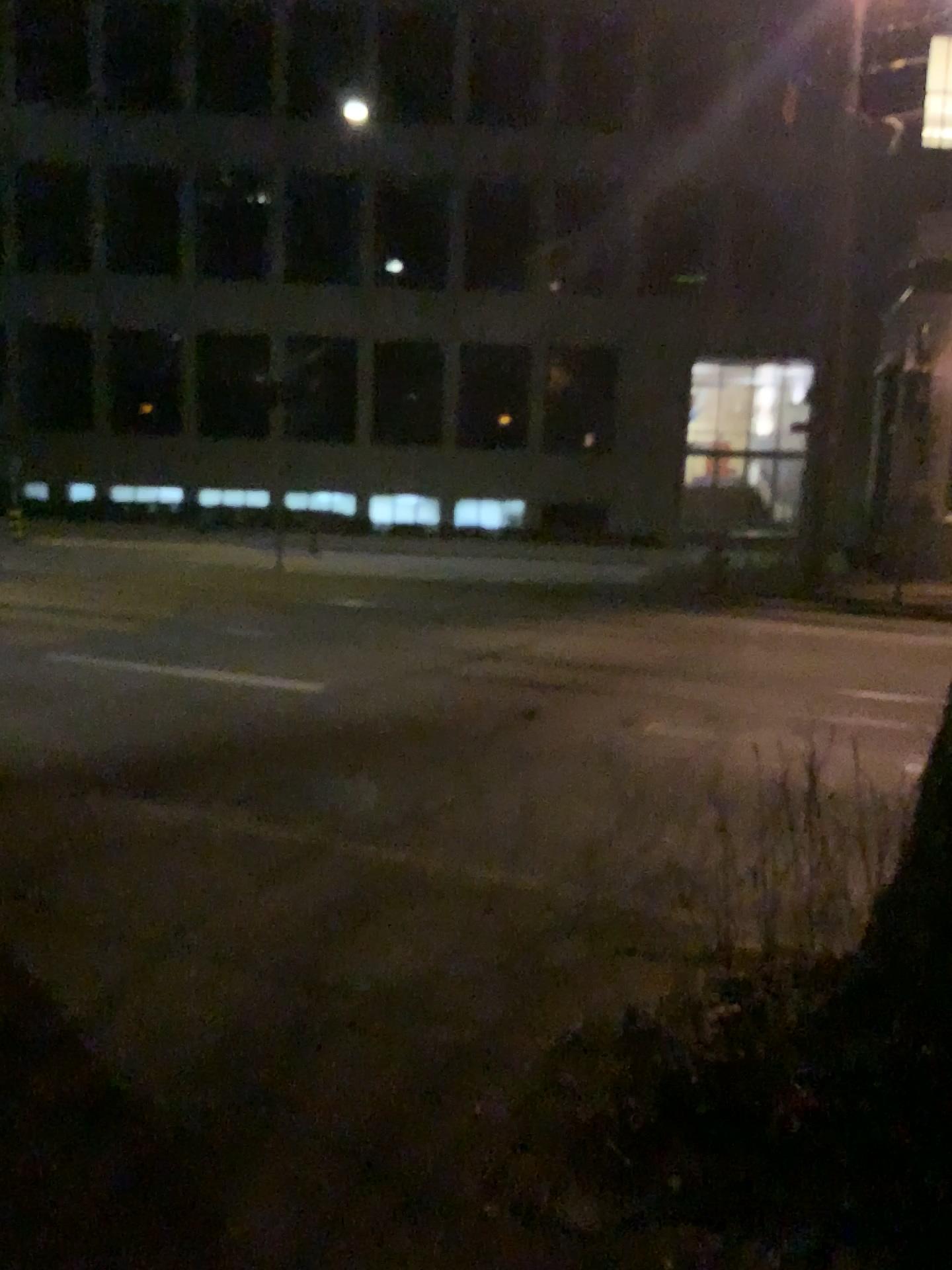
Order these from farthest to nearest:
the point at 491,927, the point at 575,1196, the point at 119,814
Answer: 1. the point at 119,814
2. the point at 491,927
3. the point at 575,1196
